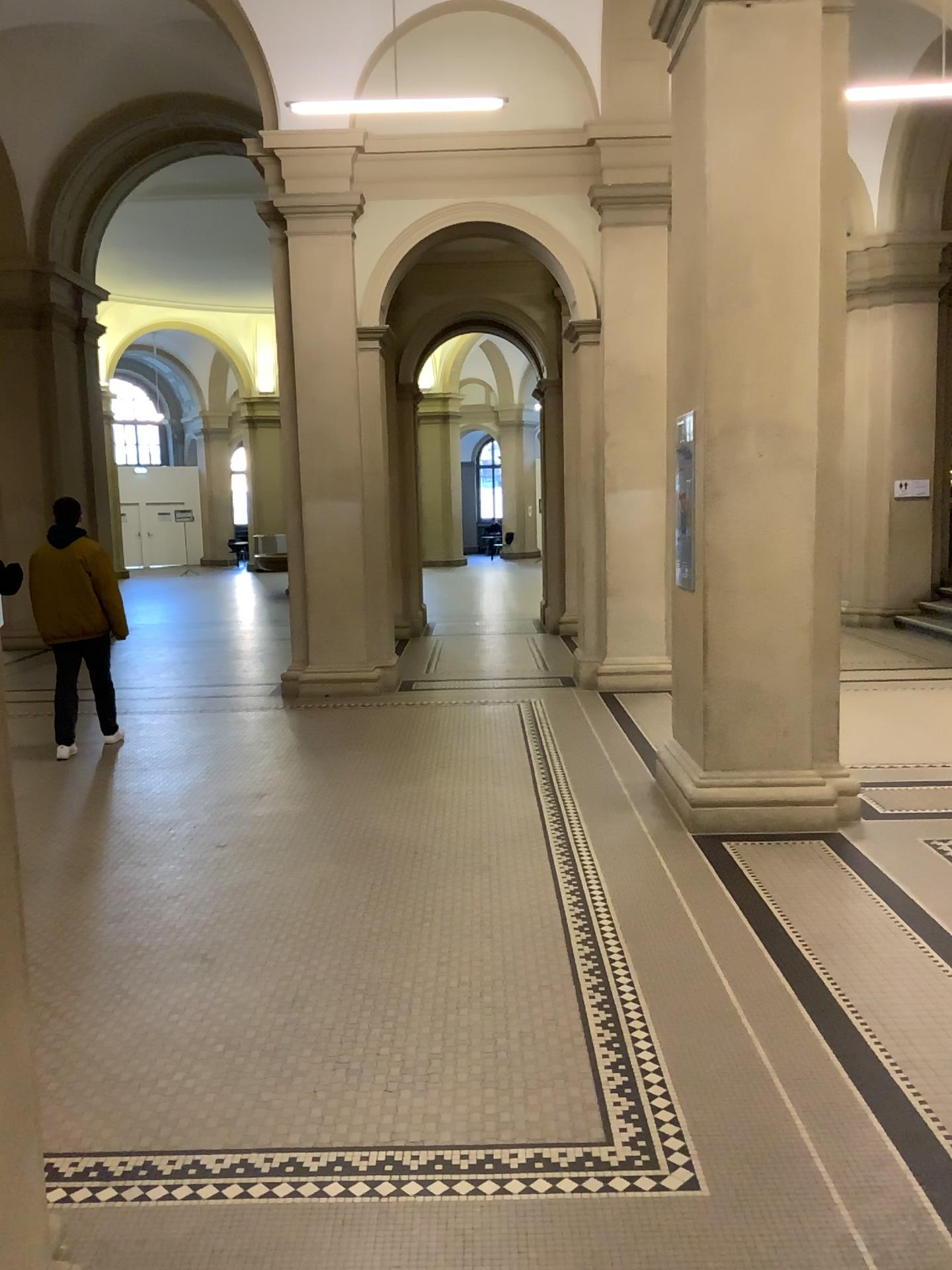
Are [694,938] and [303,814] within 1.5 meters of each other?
no
